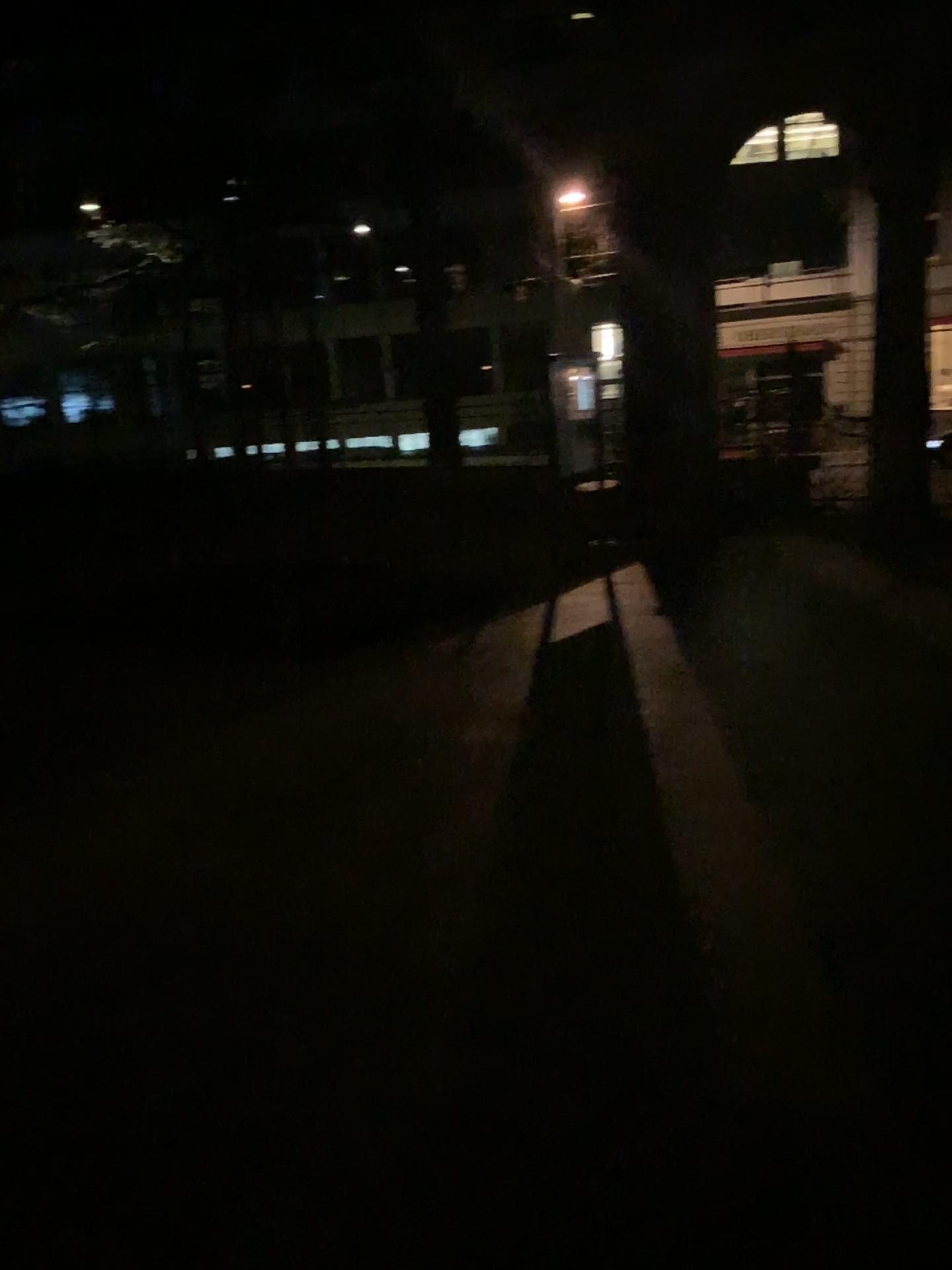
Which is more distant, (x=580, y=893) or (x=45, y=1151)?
(x=580, y=893)
